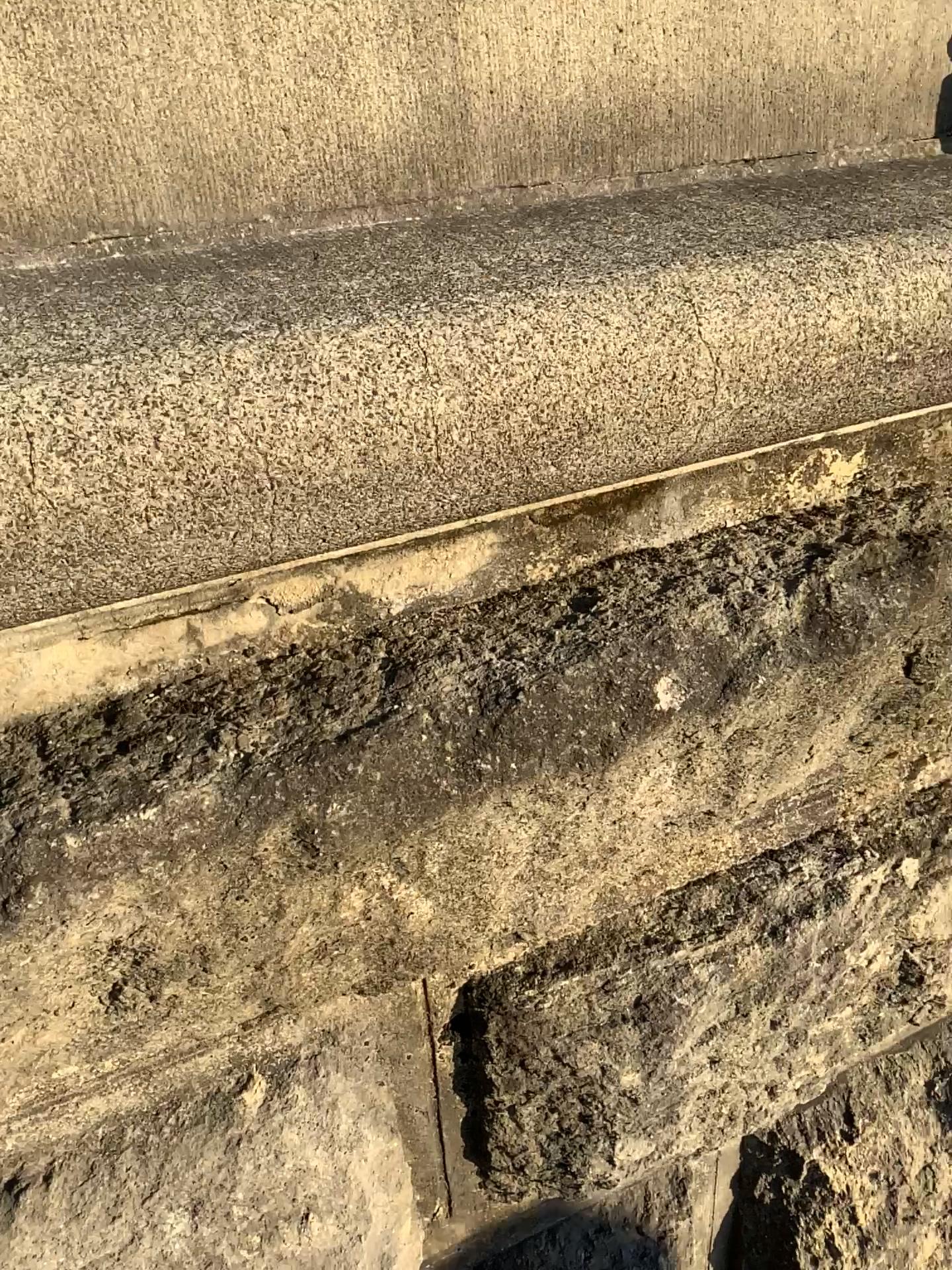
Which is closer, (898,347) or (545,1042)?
(898,347)
